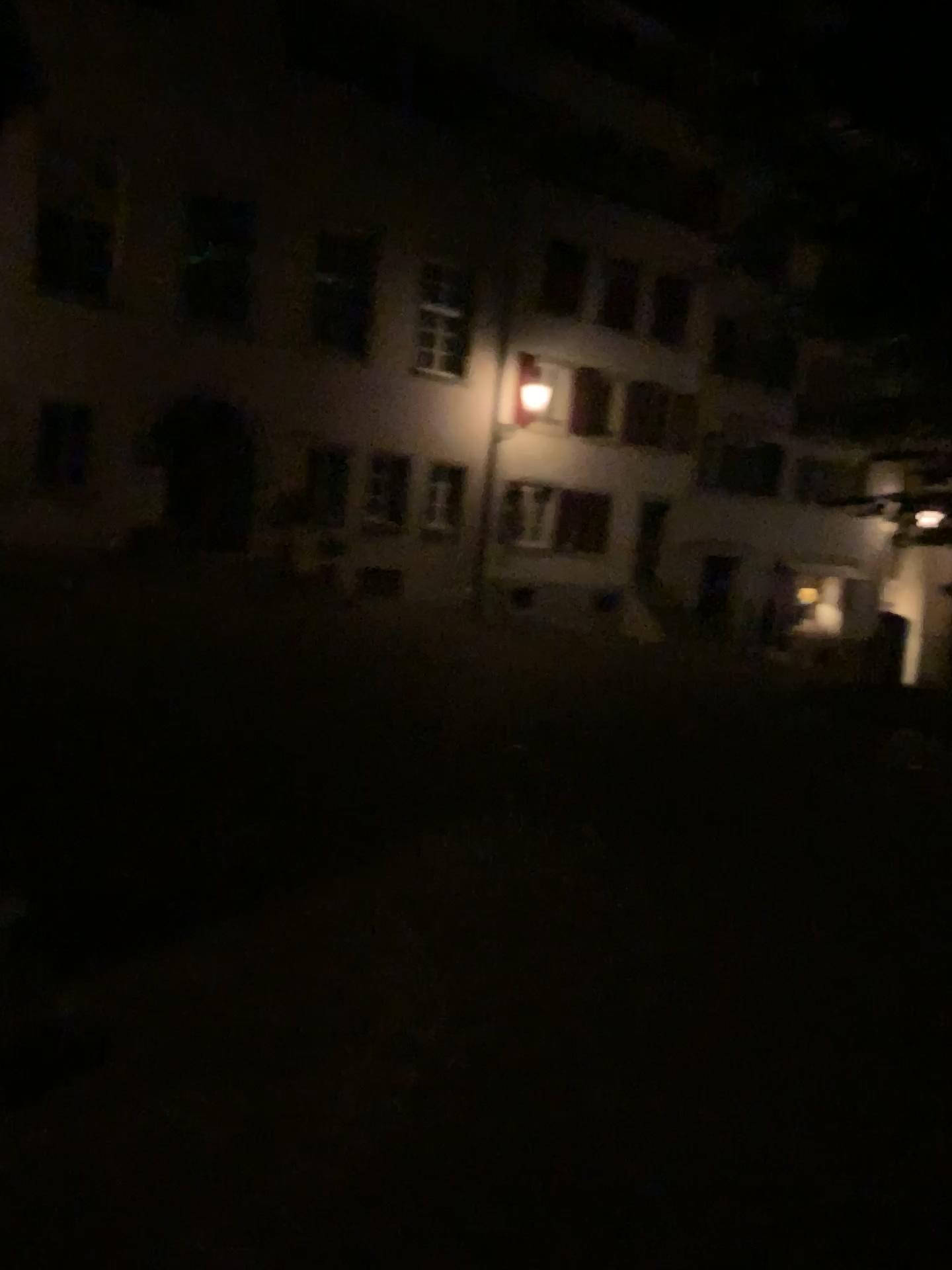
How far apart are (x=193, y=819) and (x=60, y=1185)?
2.60m
